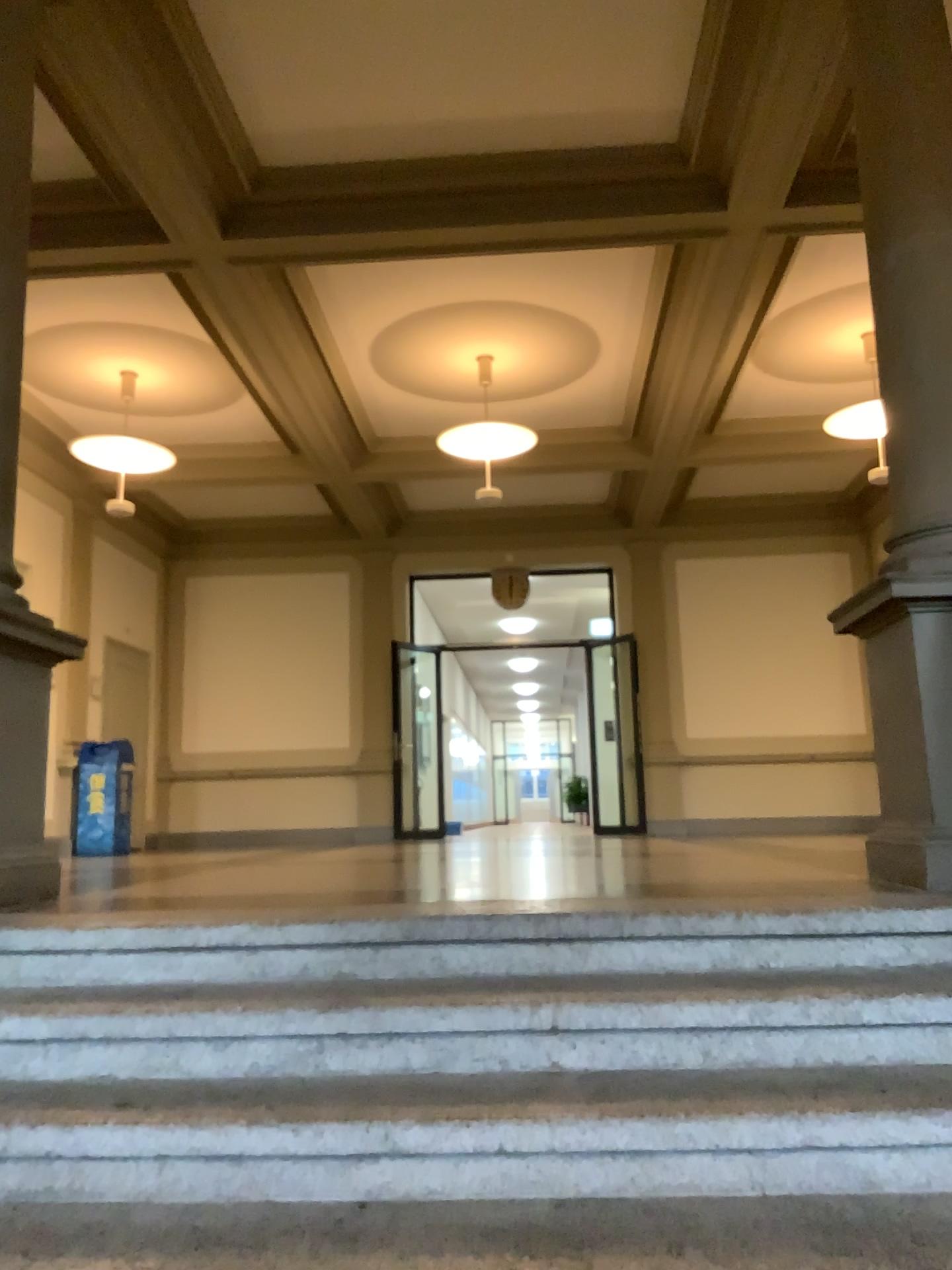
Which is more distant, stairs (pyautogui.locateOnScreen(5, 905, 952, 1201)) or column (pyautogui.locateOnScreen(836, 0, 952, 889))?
column (pyautogui.locateOnScreen(836, 0, 952, 889))

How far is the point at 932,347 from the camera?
3.25m

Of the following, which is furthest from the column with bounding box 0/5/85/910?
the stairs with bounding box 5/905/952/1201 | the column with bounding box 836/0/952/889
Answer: the column with bounding box 836/0/952/889

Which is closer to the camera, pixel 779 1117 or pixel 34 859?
pixel 779 1117

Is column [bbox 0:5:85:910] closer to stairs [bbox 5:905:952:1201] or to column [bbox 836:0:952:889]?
stairs [bbox 5:905:952:1201]

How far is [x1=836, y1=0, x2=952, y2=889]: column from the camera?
3.25m

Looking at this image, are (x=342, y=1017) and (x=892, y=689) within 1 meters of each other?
no

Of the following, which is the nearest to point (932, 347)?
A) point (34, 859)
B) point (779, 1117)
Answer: point (779, 1117)

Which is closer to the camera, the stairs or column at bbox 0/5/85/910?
the stairs
